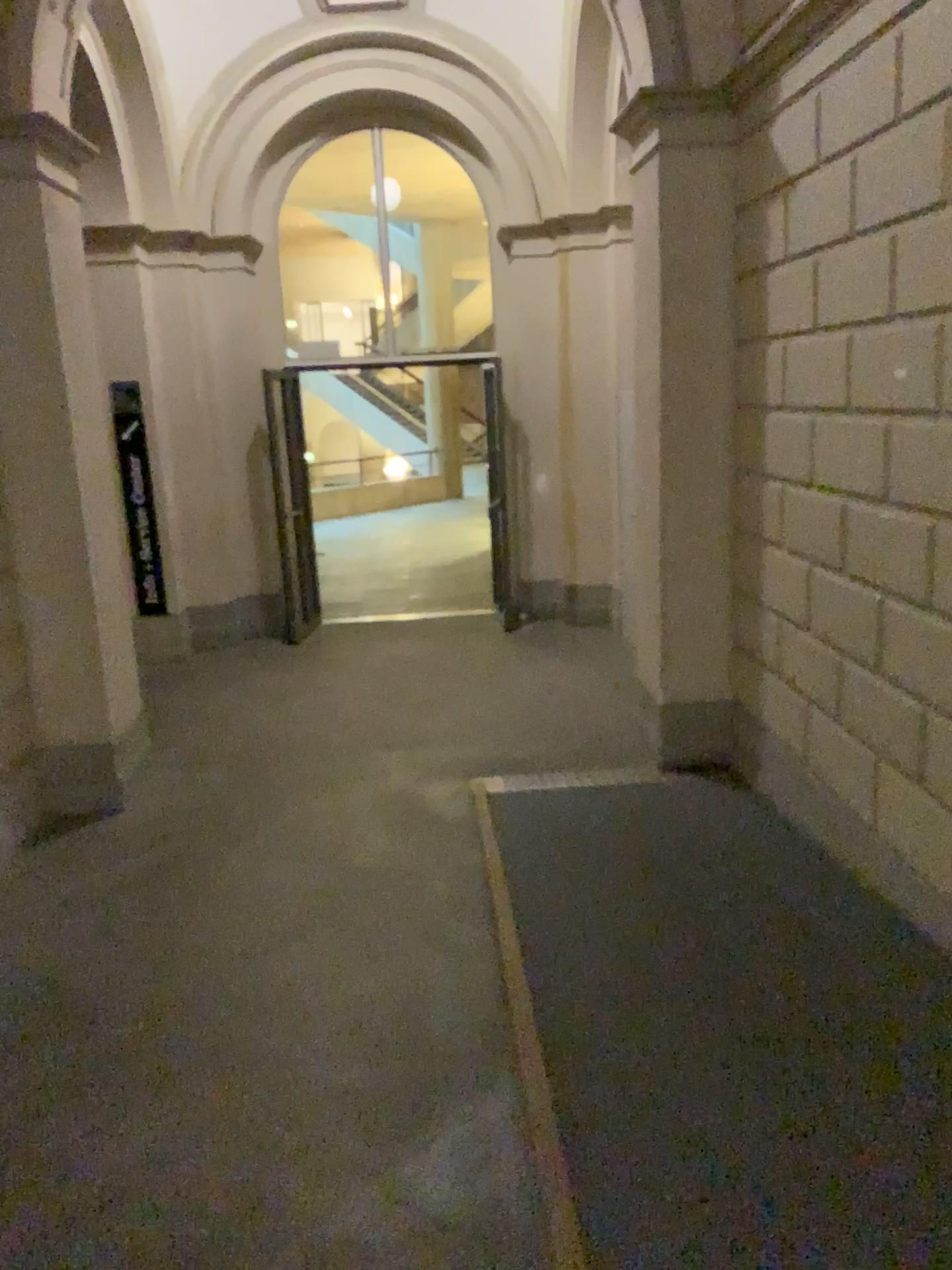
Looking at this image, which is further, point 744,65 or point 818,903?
point 744,65
